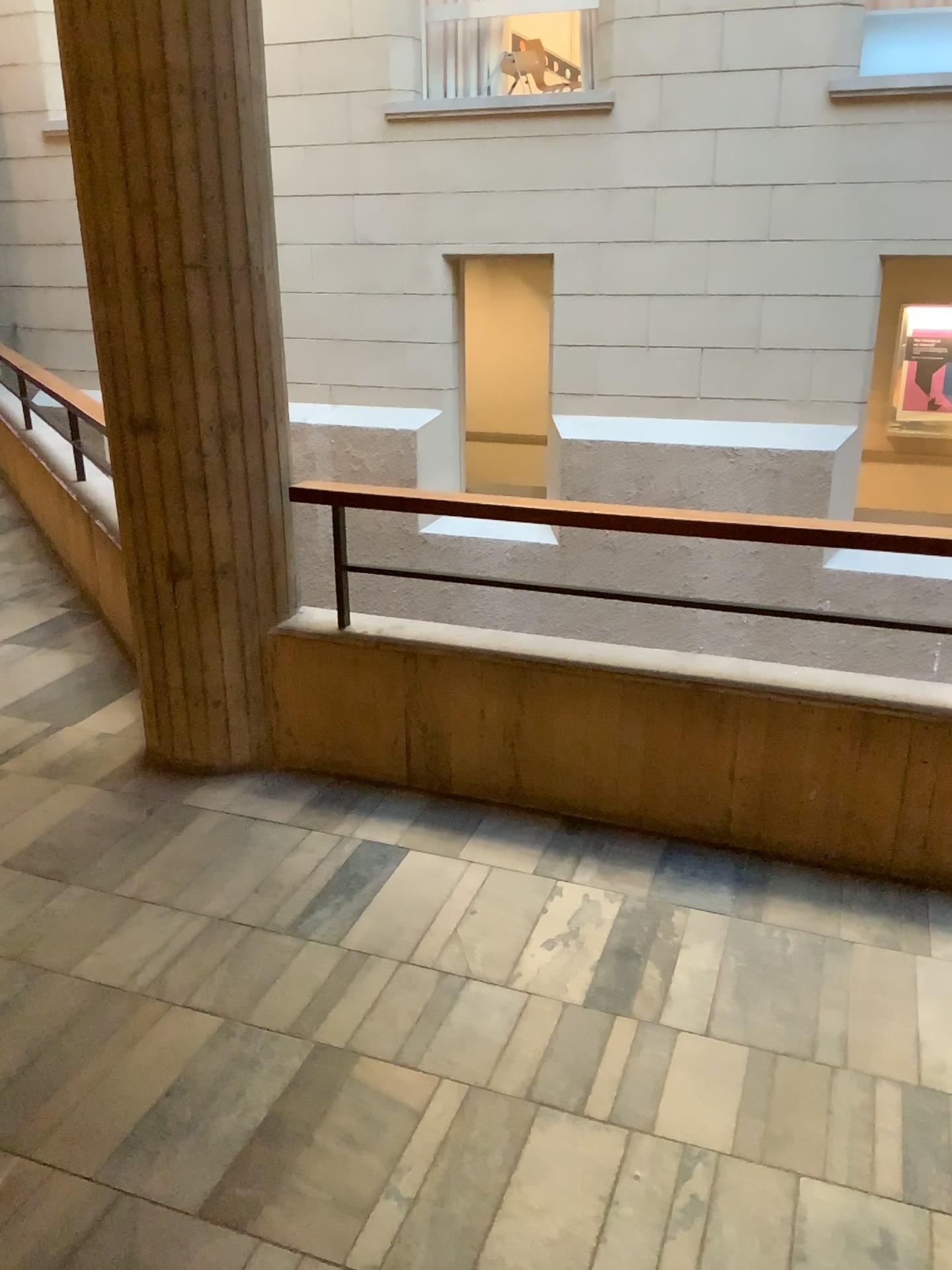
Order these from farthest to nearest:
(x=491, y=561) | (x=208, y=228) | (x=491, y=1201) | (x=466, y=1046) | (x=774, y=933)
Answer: (x=491, y=561)
(x=208, y=228)
(x=774, y=933)
(x=466, y=1046)
(x=491, y=1201)
